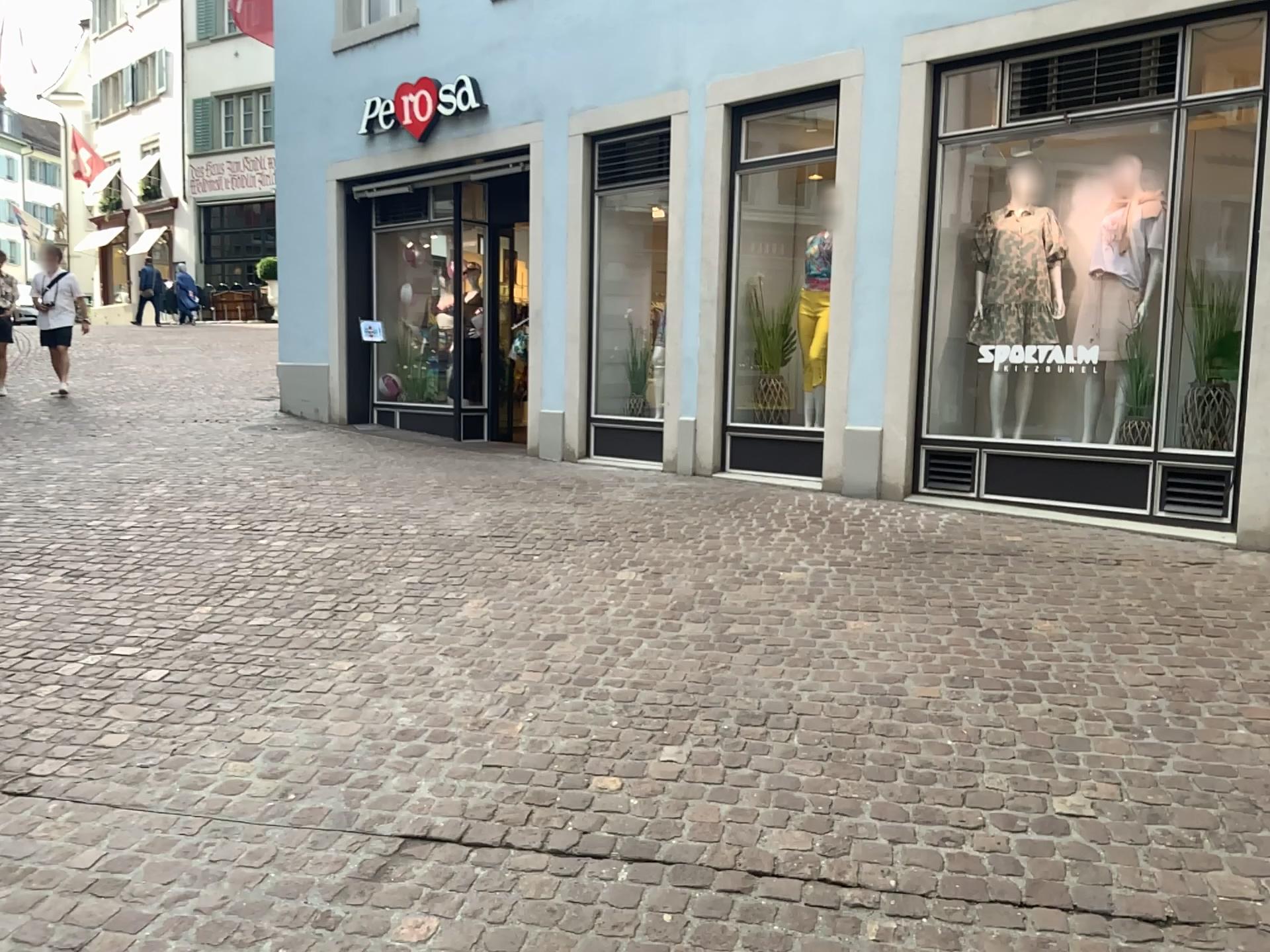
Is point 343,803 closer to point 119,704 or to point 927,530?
point 119,704
